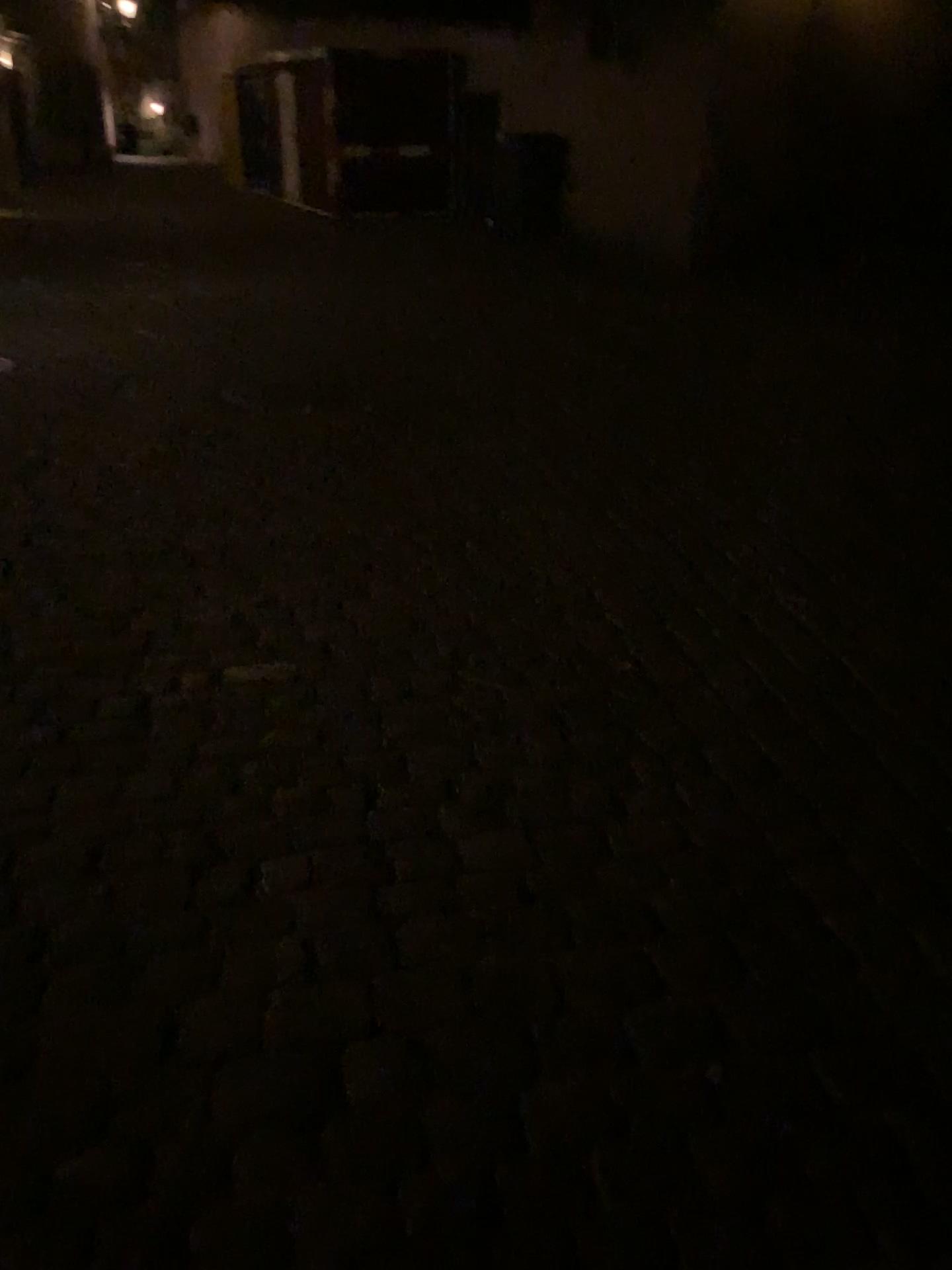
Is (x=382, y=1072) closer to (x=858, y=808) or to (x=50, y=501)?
(x=858, y=808)
